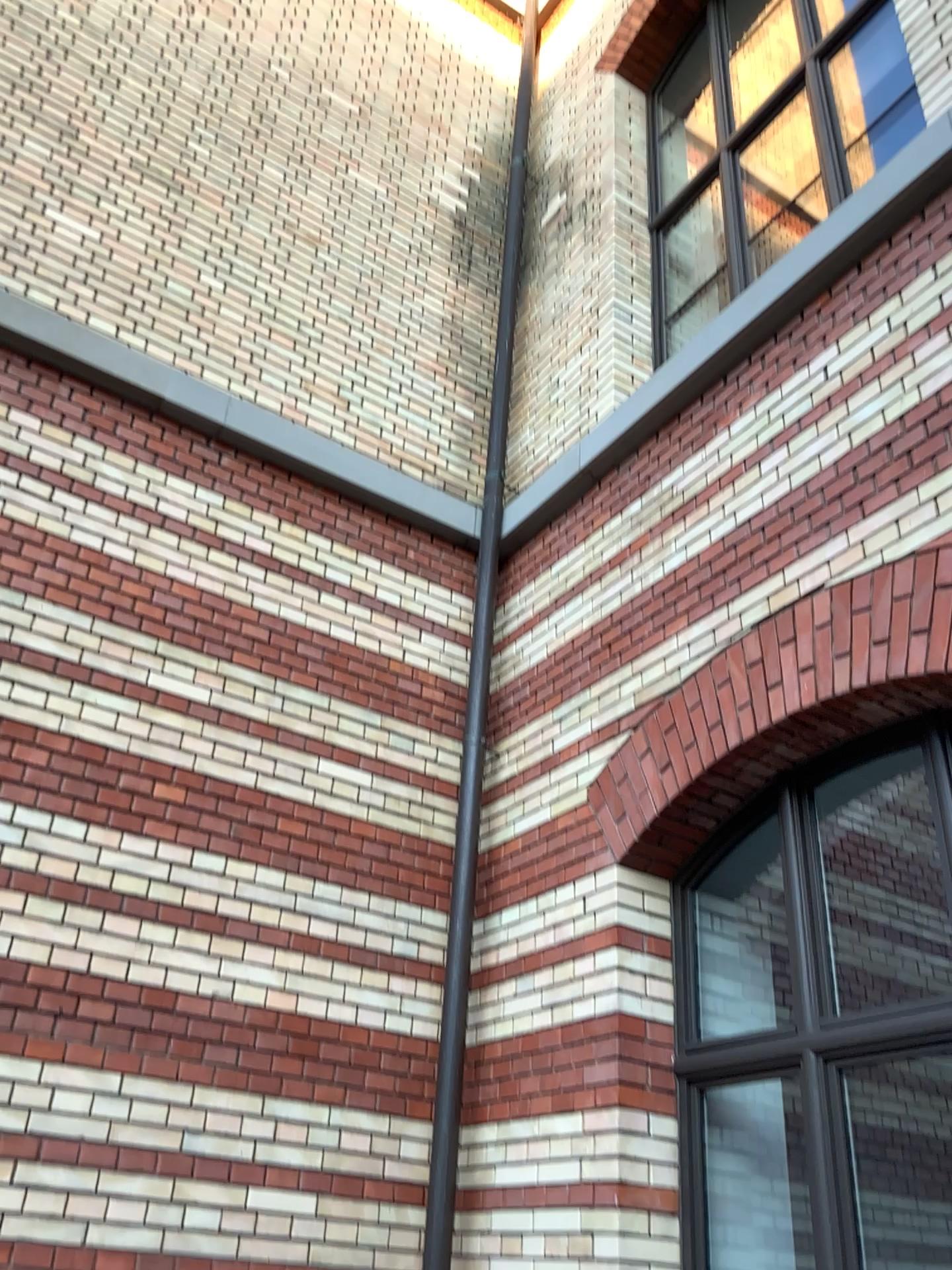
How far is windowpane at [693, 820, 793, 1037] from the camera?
3.7m

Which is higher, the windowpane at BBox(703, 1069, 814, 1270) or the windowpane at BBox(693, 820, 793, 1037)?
the windowpane at BBox(693, 820, 793, 1037)

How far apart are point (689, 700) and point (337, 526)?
1.9 meters

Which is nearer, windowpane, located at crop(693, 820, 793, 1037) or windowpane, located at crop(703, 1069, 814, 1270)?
windowpane, located at crop(703, 1069, 814, 1270)

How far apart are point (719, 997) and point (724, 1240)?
0.7 meters

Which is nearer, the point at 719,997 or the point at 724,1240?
the point at 724,1240

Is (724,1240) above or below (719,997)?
below

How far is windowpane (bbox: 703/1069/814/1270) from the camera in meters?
3.4 m
